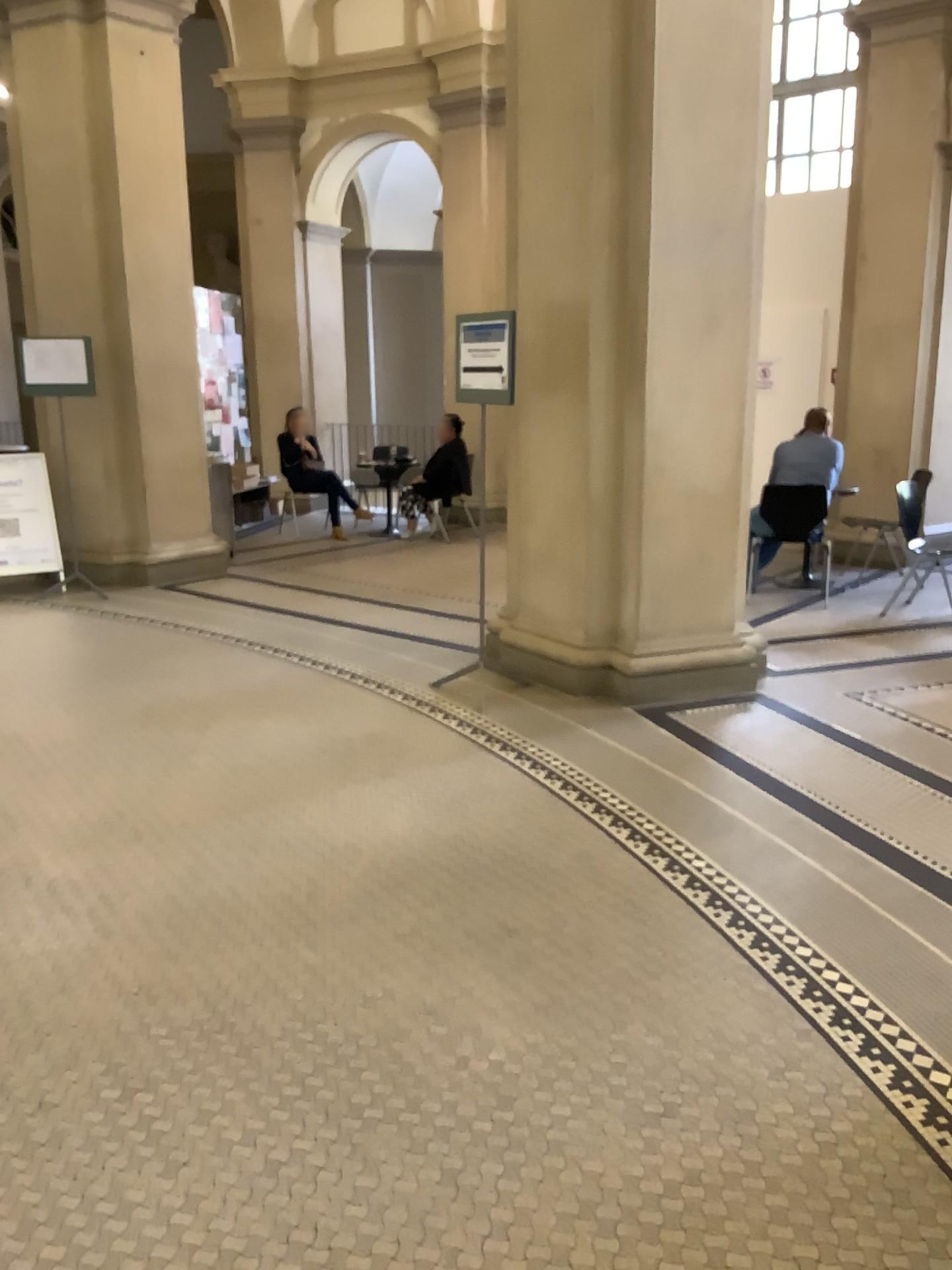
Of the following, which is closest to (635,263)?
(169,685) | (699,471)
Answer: (699,471)
